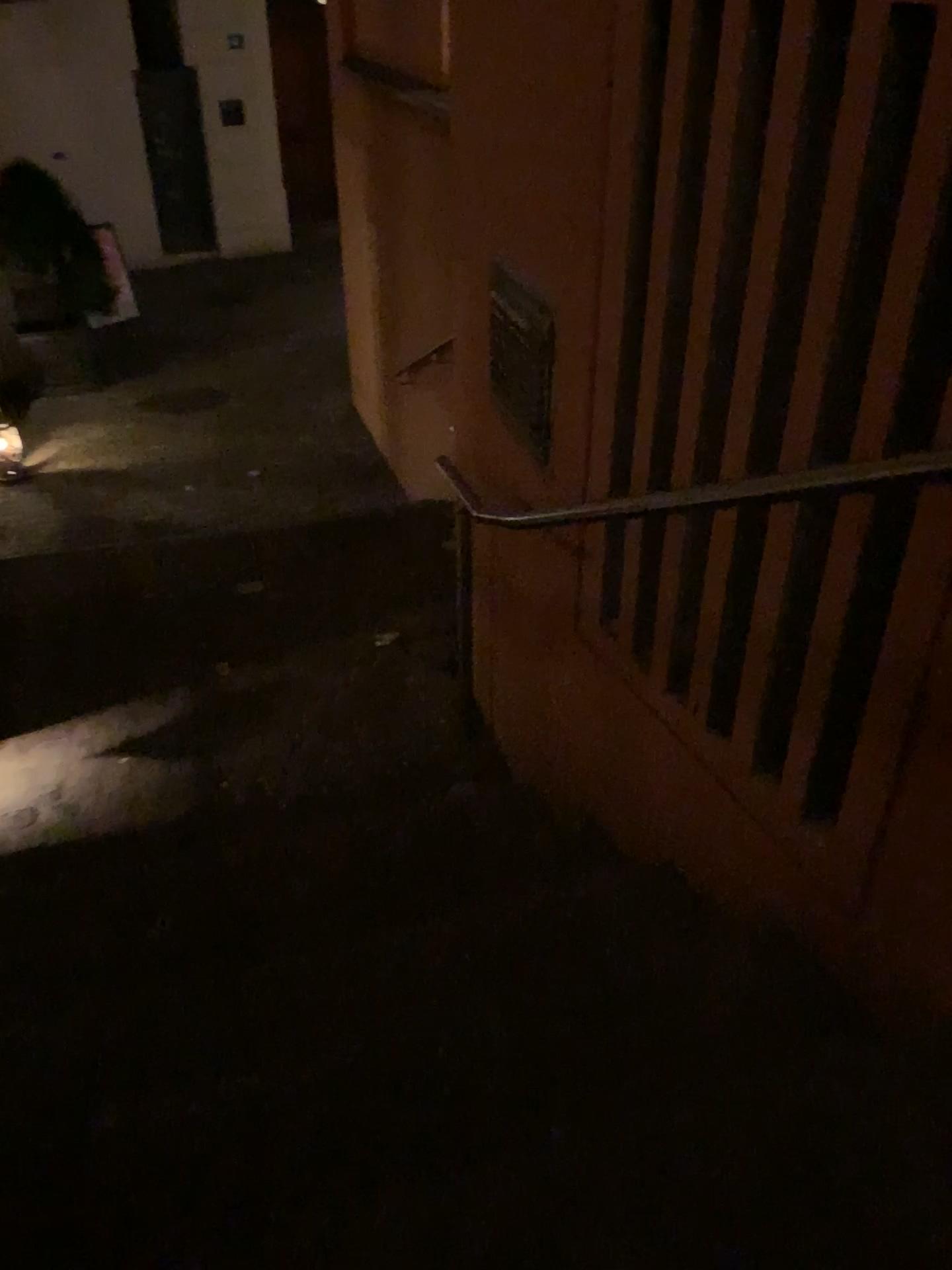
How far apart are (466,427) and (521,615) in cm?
56

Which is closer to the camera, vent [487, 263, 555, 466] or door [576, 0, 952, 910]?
door [576, 0, 952, 910]

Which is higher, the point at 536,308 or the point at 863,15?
the point at 863,15

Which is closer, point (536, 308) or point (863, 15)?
point (863, 15)
